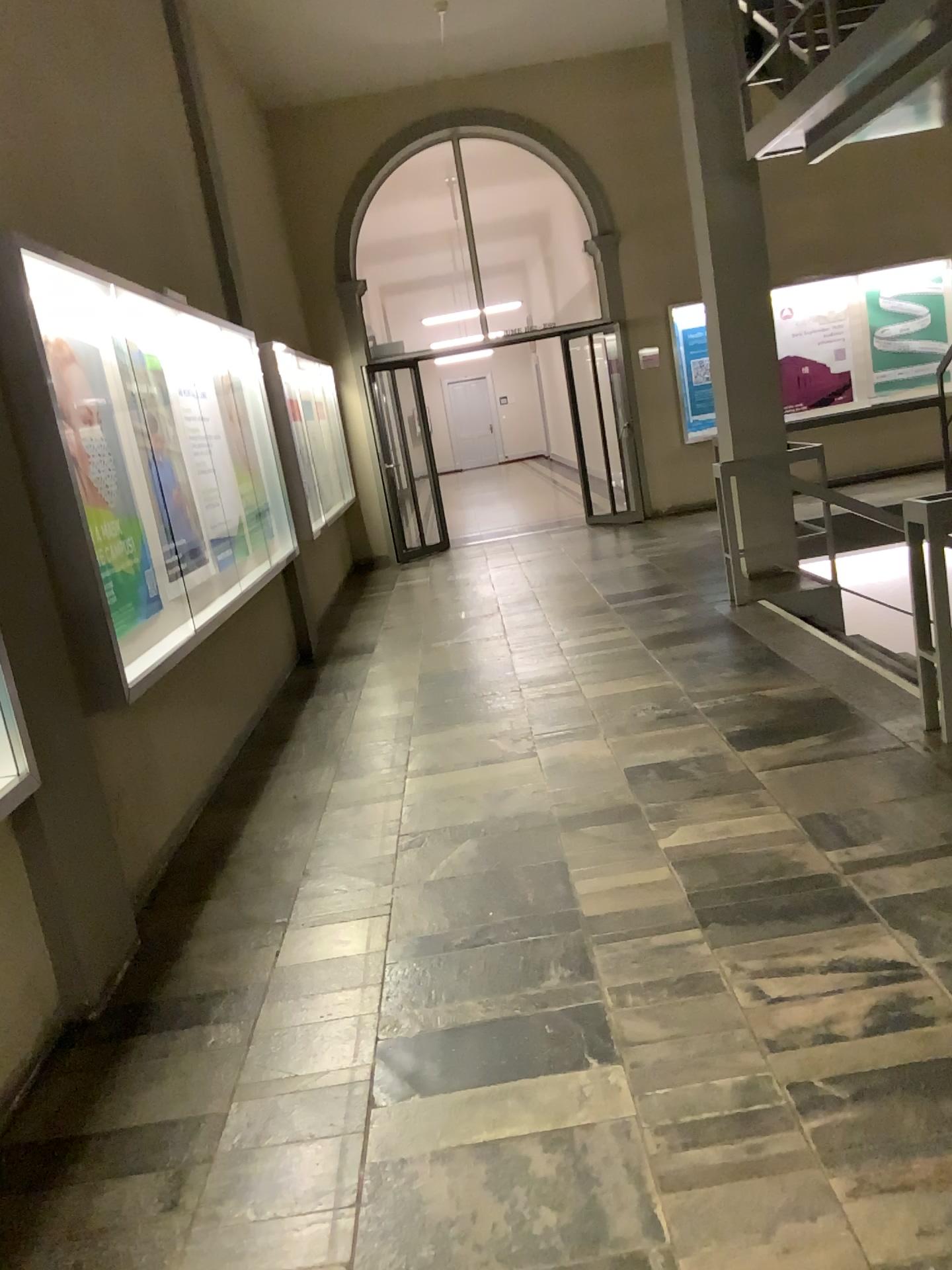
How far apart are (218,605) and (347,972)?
2.2 meters

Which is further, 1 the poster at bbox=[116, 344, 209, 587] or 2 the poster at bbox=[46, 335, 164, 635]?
1 the poster at bbox=[116, 344, 209, 587]

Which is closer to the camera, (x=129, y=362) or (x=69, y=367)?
(x=69, y=367)
